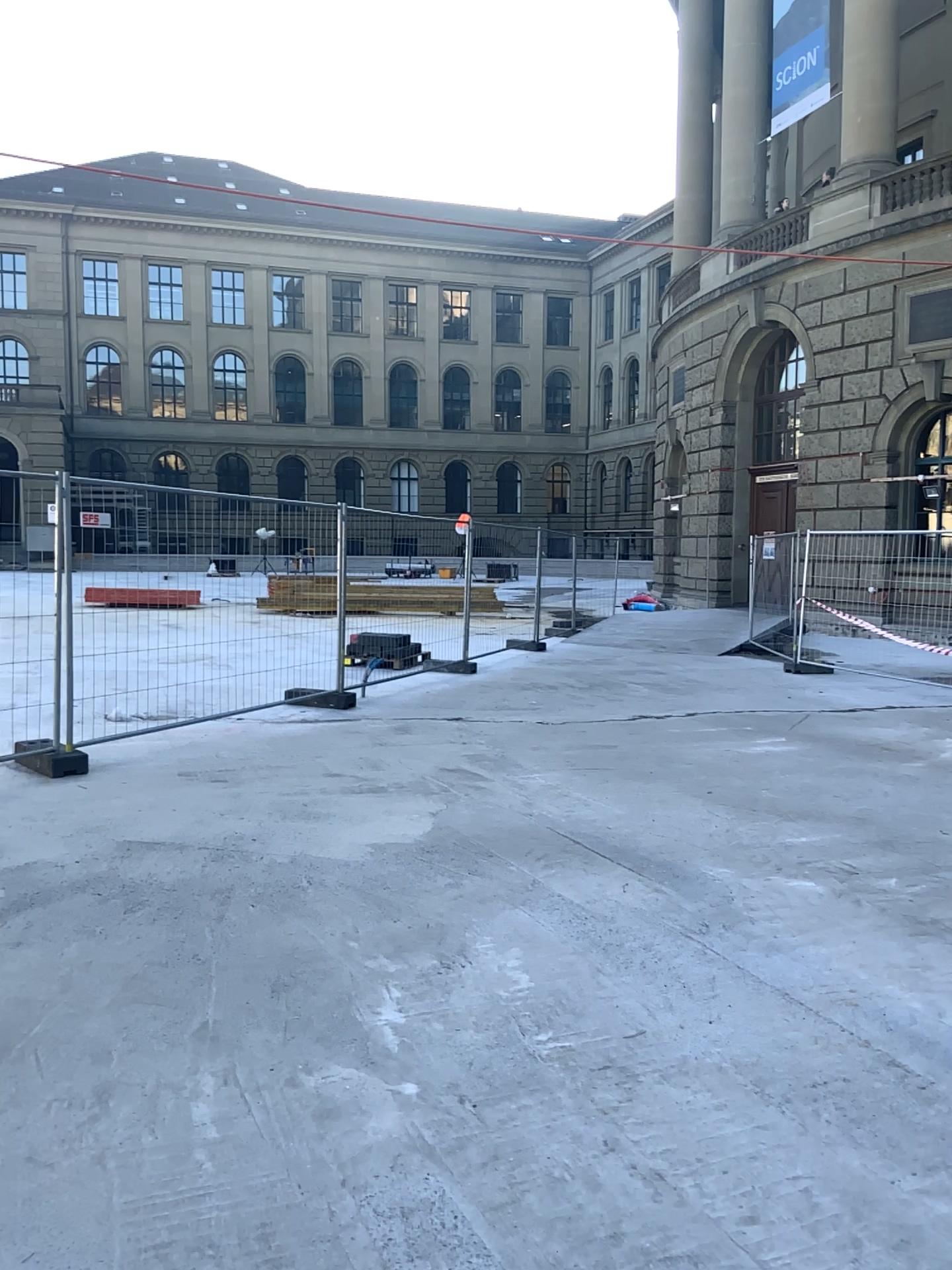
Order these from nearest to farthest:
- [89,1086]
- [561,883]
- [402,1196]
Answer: [402,1196] → [89,1086] → [561,883]
